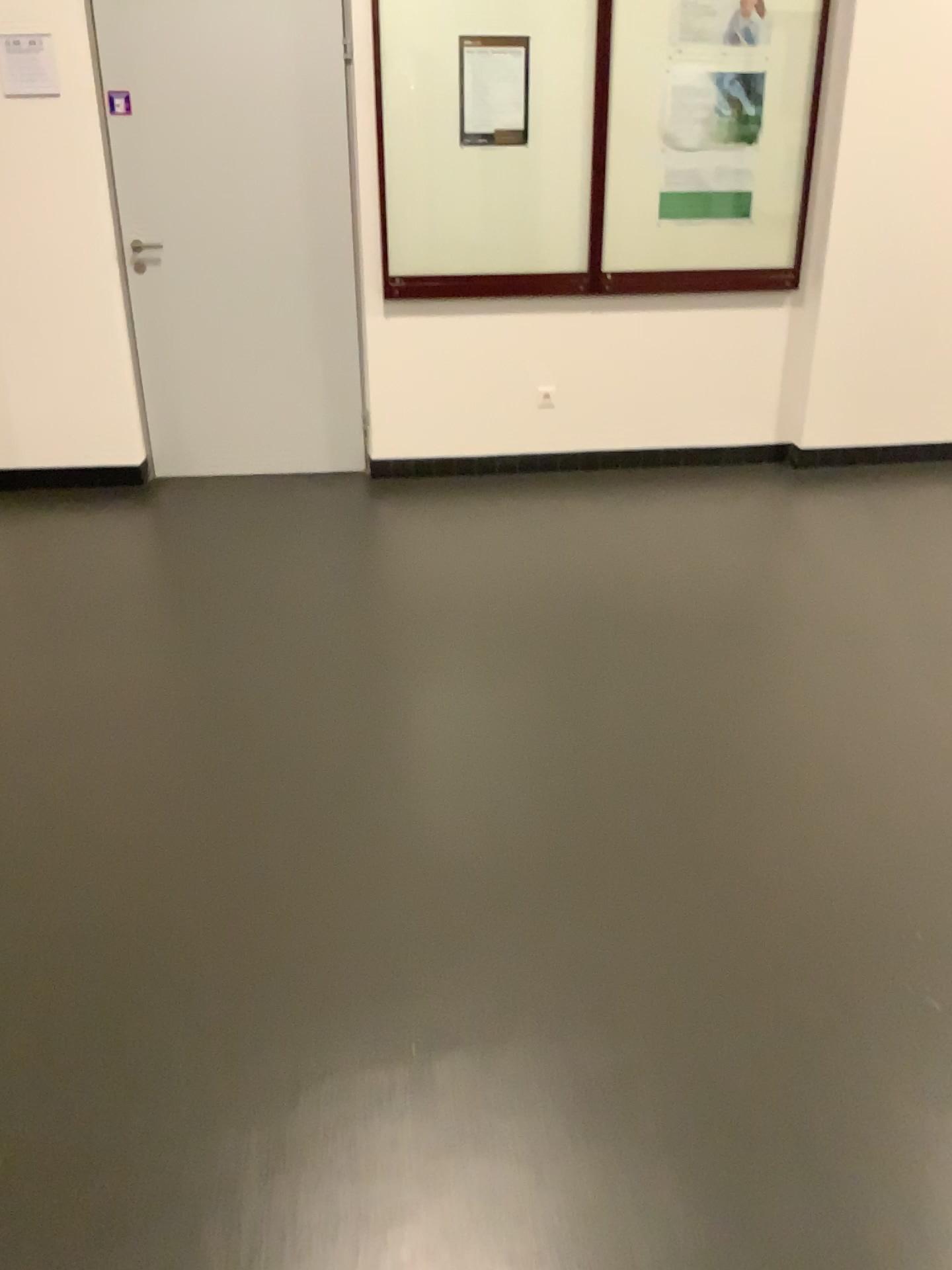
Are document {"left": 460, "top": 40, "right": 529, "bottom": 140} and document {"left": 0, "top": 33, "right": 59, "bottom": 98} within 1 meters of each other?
no

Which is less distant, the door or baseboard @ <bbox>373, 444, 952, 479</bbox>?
the door

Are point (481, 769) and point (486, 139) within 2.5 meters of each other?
no

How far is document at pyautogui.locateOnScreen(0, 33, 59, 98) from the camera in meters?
4.1 m

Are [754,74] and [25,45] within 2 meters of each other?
no

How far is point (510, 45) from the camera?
4.24m

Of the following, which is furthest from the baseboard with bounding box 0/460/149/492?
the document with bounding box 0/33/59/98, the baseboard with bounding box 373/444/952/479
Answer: the document with bounding box 0/33/59/98

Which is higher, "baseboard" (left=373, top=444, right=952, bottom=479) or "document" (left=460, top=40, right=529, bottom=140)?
"document" (left=460, top=40, right=529, bottom=140)

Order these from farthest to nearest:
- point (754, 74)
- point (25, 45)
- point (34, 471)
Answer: point (34, 471)
point (754, 74)
point (25, 45)

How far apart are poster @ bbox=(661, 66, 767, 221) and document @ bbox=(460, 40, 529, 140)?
0.63m
